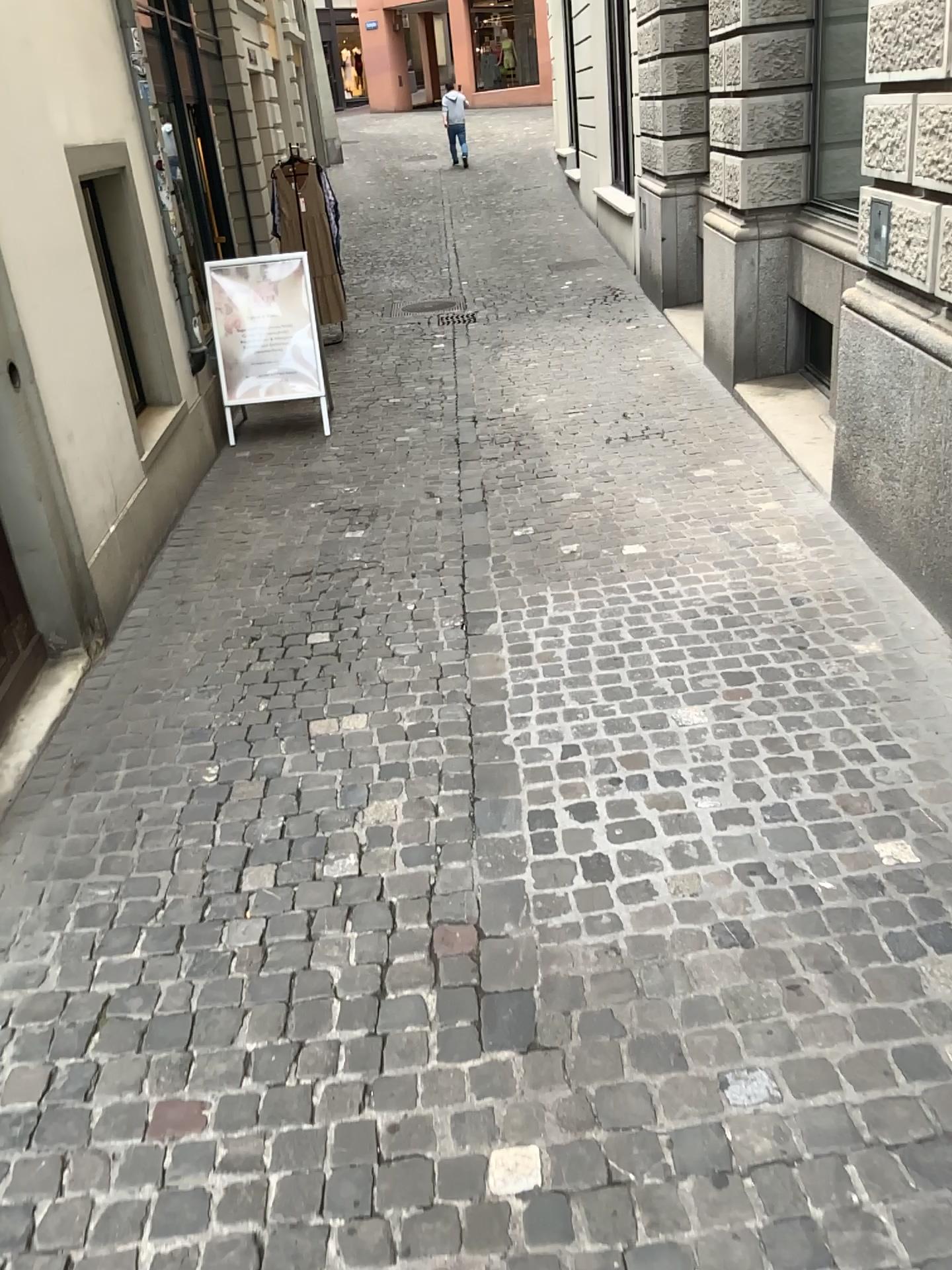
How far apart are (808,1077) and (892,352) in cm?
272
